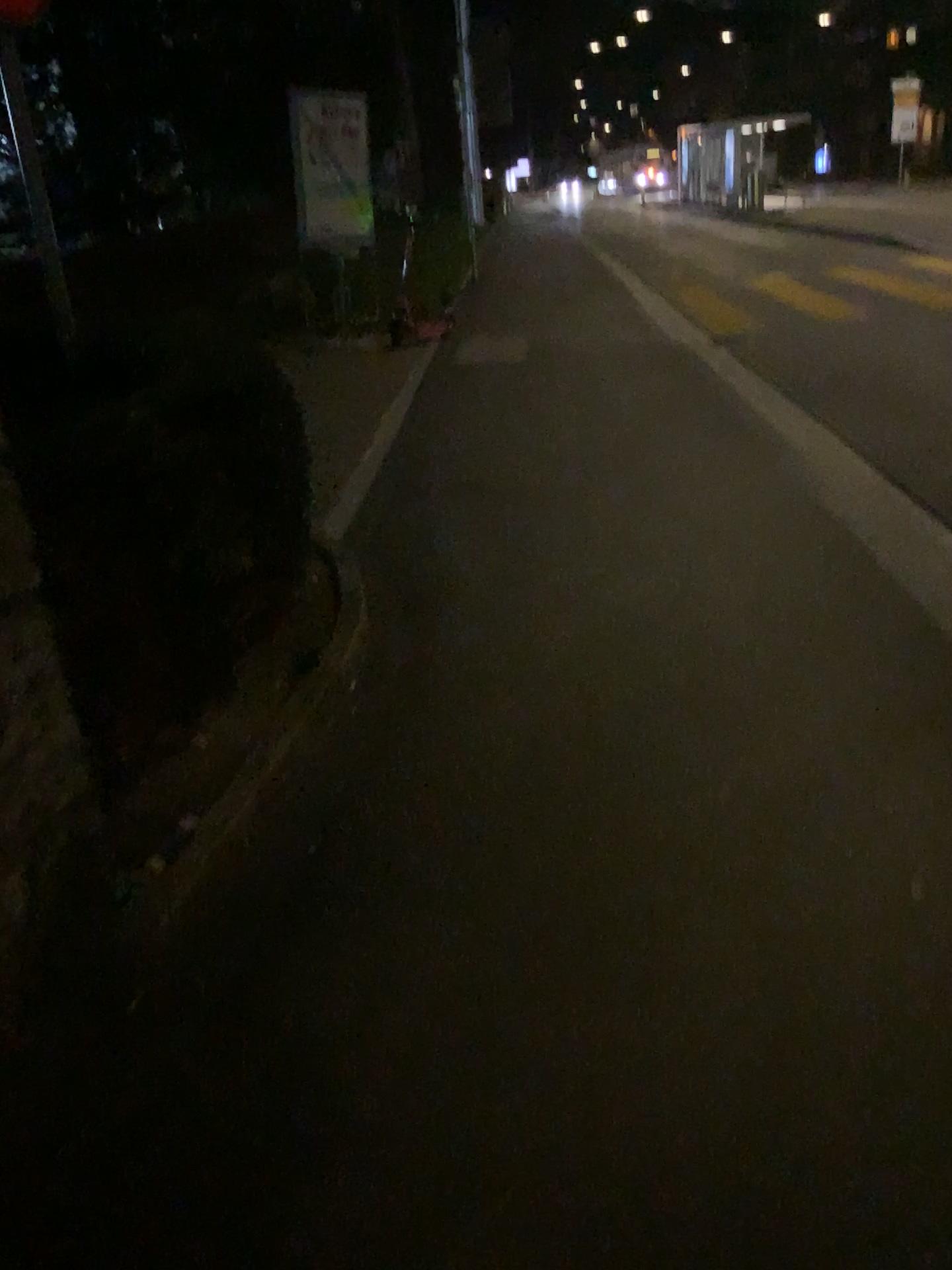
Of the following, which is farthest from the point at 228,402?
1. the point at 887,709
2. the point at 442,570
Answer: the point at 887,709
